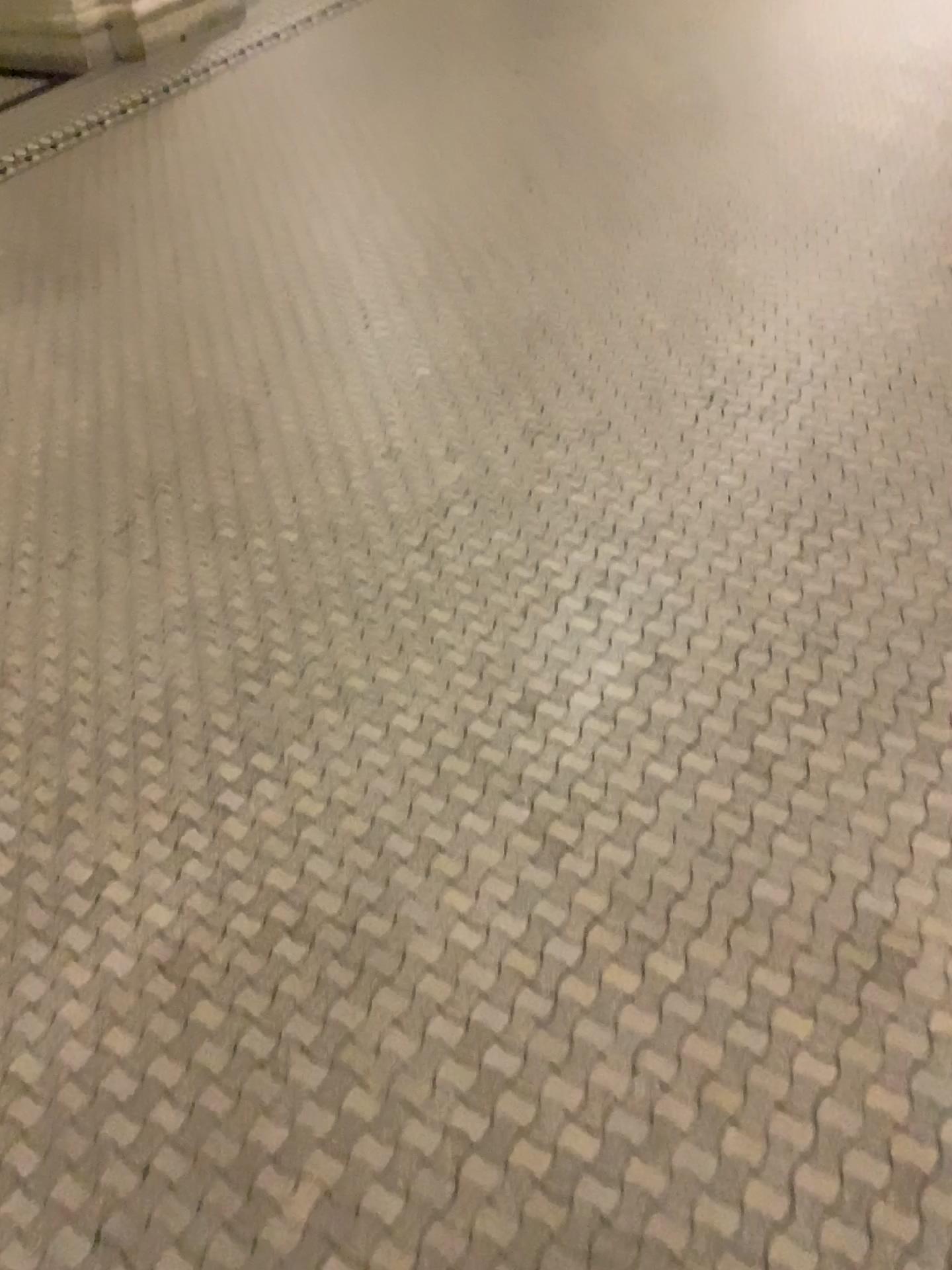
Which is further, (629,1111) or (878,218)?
(878,218)
